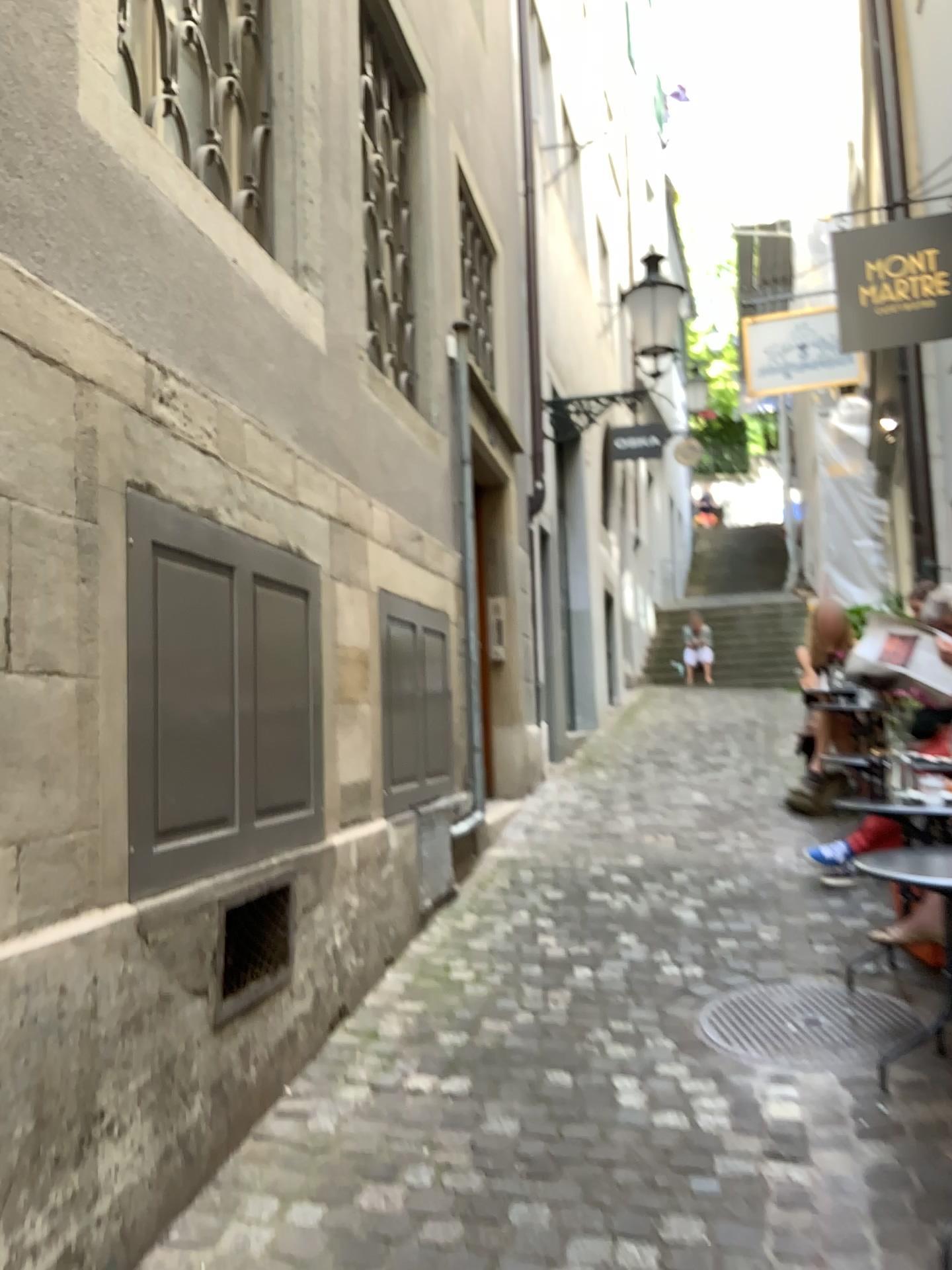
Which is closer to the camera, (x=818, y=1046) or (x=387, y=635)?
(x=818, y=1046)

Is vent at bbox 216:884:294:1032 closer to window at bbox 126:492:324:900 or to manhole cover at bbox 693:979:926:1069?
window at bbox 126:492:324:900

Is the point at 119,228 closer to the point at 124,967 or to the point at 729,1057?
the point at 124,967

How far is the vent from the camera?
2.67m

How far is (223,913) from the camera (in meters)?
2.67

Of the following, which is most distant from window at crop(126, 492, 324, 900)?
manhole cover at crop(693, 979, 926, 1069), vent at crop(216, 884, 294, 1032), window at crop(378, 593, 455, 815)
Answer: manhole cover at crop(693, 979, 926, 1069)

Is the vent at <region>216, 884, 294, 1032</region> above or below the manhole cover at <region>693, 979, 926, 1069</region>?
above

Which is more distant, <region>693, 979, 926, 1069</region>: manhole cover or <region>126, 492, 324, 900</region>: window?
<region>693, 979, 926, 1069</region>: manhole cover

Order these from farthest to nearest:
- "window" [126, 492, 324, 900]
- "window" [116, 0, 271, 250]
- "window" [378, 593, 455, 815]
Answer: "window" [378, 593, 455, 815] → "window" [116, 0, 271, 250] → "window" [126, 492, 324, 900]

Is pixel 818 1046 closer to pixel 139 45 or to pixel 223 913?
pixel 223 913
